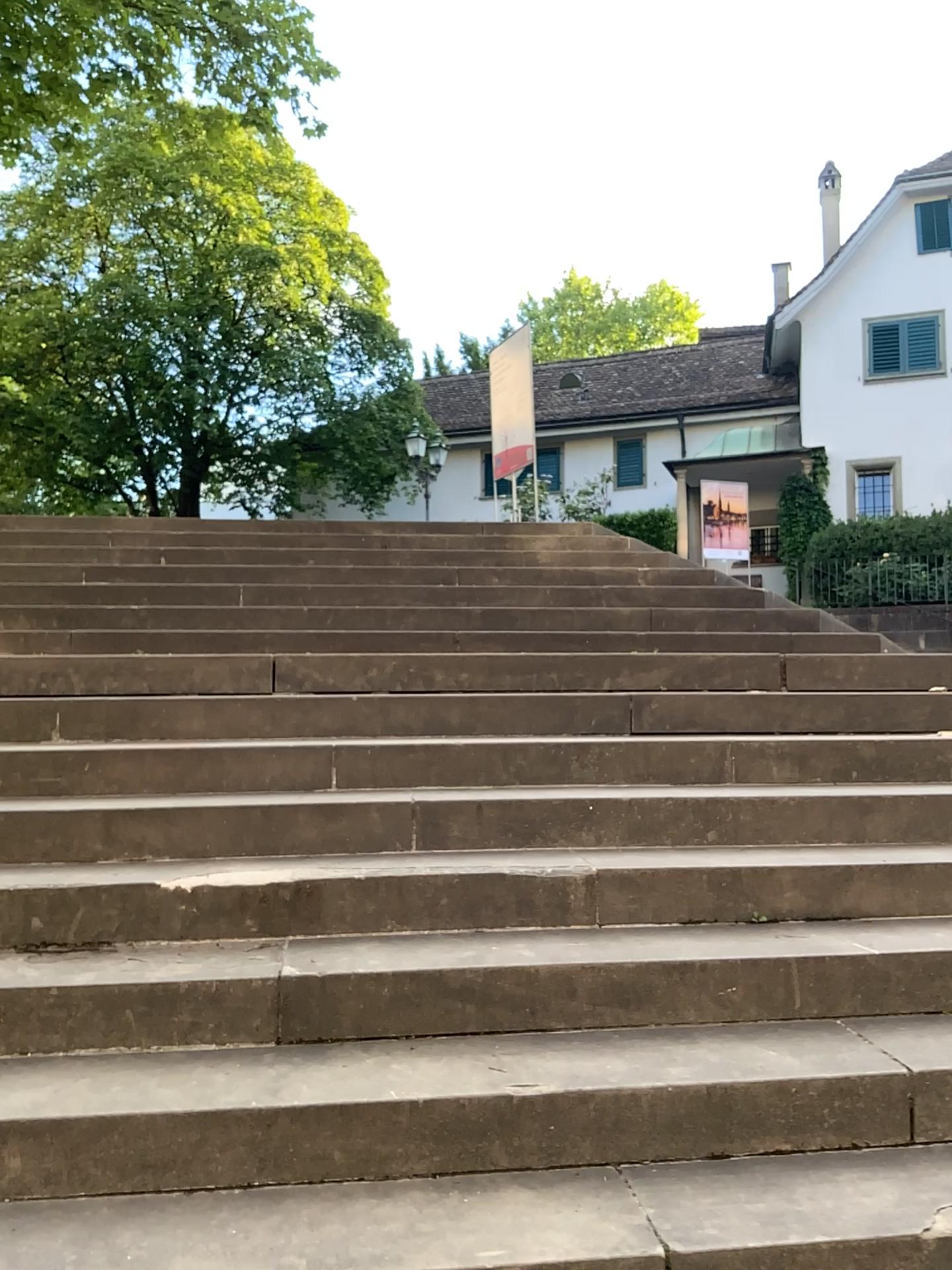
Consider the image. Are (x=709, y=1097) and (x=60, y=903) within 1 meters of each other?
no
